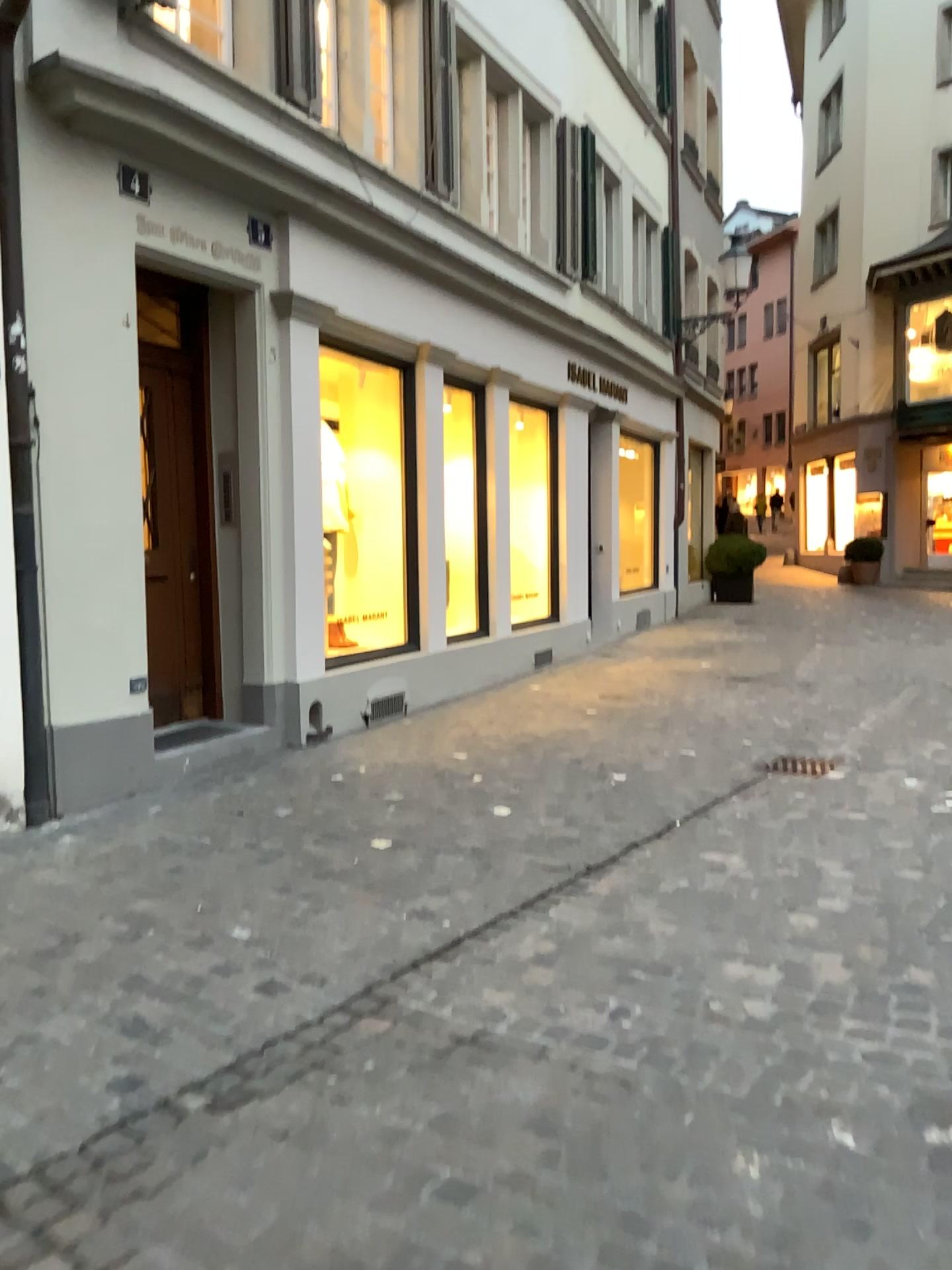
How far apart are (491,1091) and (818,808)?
2.9 meters
